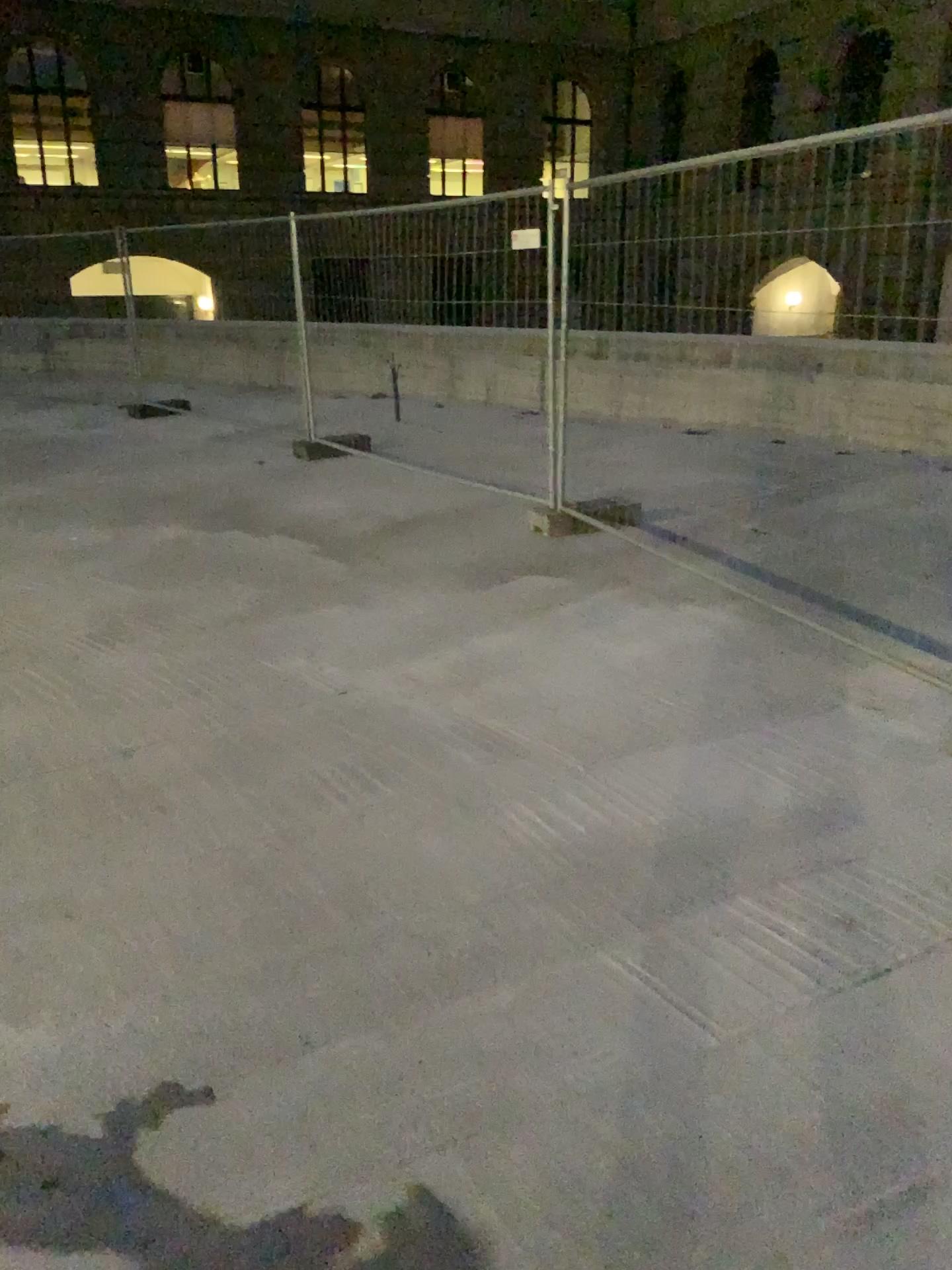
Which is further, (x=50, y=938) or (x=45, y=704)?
(x=45, y=704)
